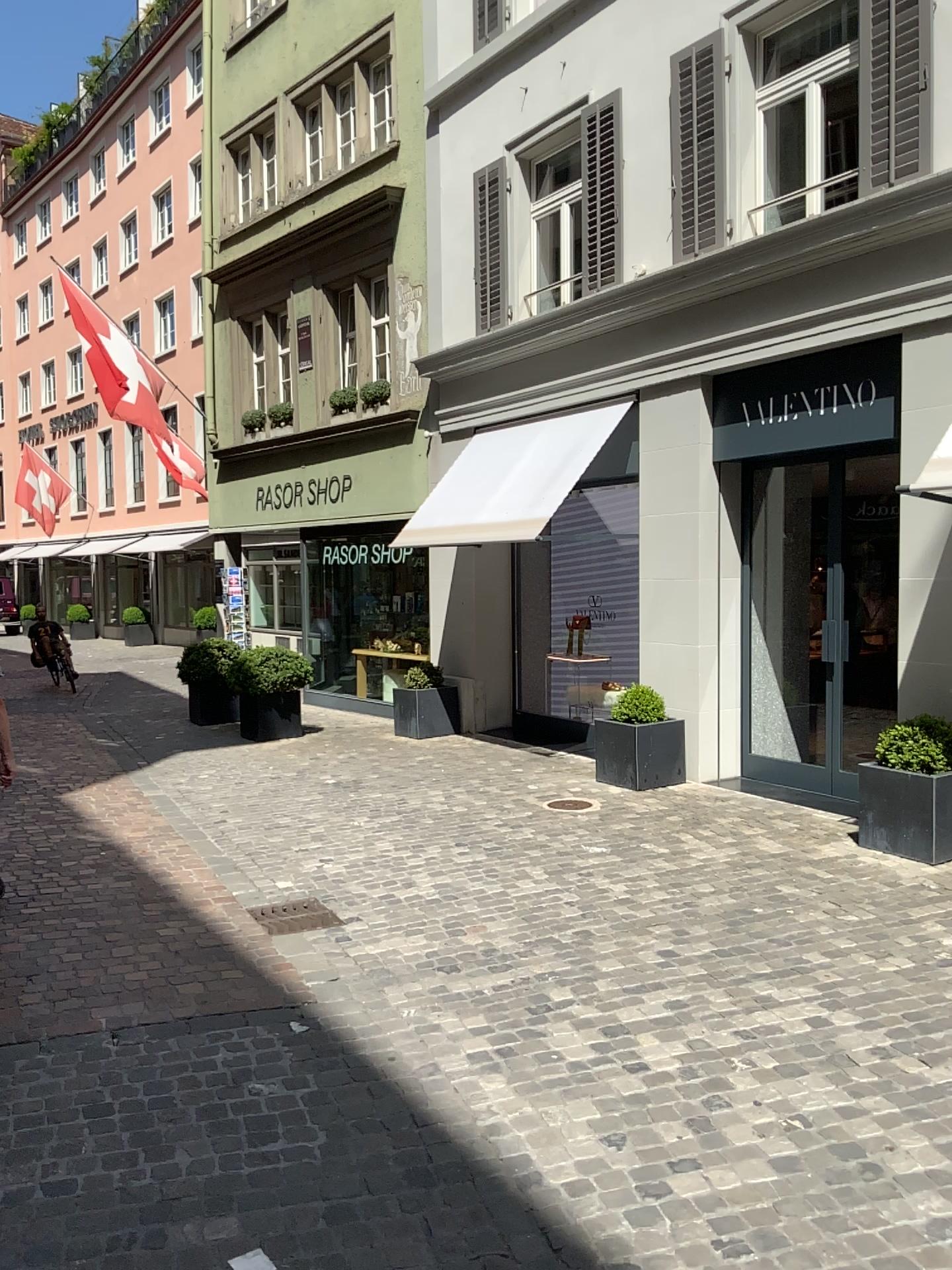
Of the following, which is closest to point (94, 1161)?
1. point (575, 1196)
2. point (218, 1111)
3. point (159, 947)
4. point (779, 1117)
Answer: point (218, 1111)
